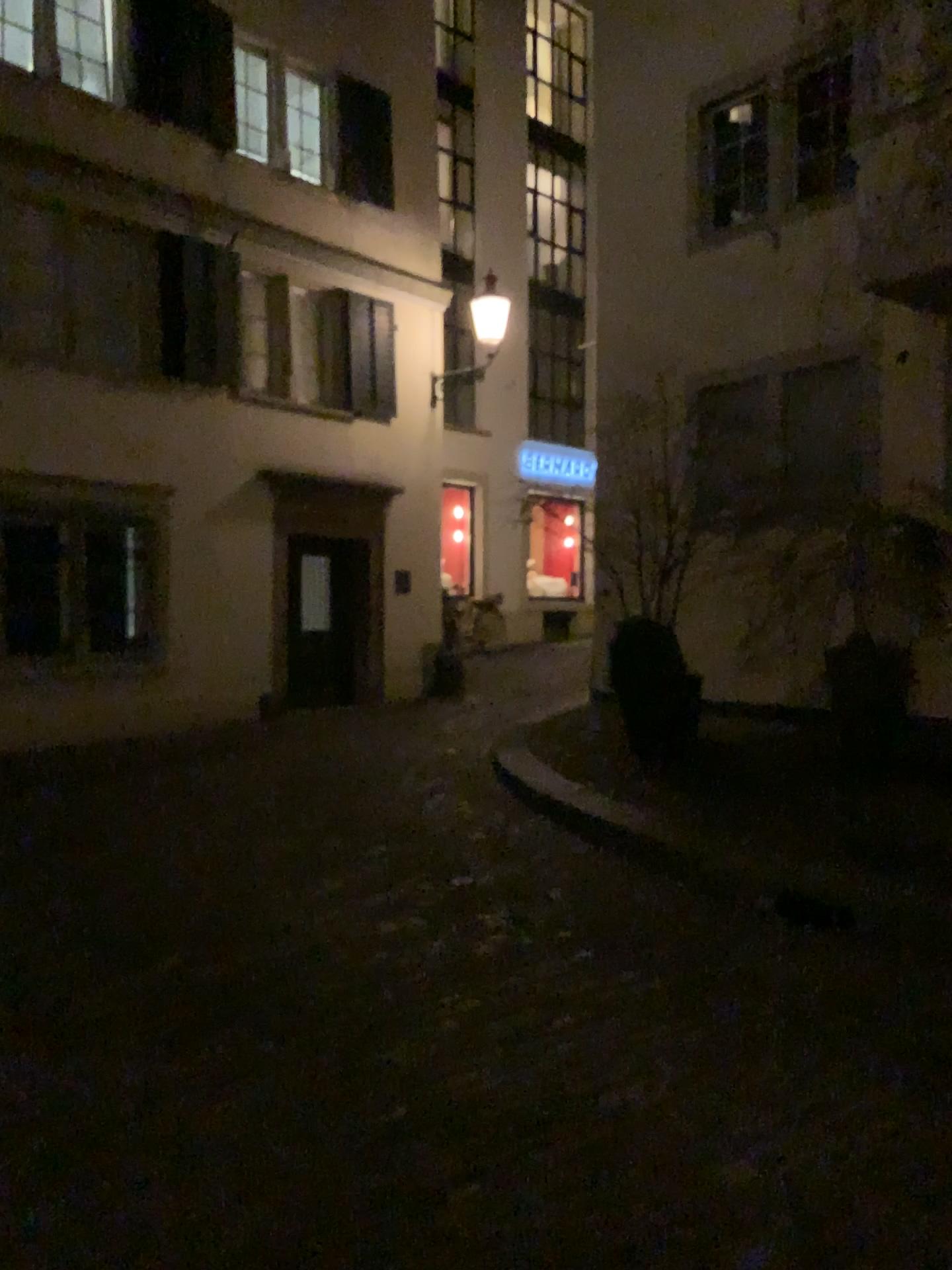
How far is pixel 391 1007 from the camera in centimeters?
345cm
